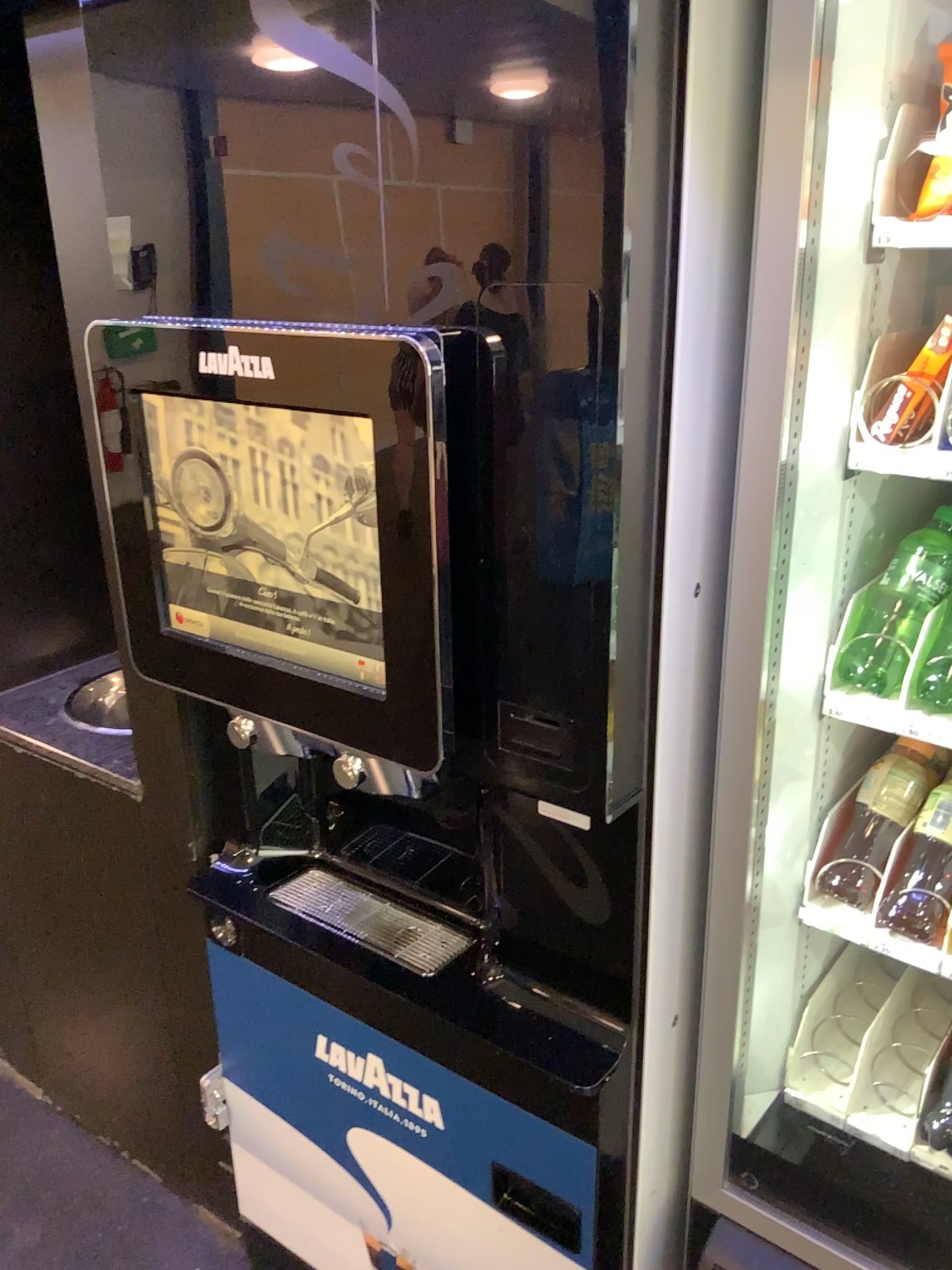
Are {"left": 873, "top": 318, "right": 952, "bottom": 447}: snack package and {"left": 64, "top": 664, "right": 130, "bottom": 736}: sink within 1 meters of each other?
no

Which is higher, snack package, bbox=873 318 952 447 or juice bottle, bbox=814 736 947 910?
snack package, bbox=873 318 952 447

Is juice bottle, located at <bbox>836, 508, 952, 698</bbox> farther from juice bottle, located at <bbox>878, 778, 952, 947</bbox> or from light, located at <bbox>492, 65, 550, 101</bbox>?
light, located at <bbox>492, 65, 550, 101</bbox>

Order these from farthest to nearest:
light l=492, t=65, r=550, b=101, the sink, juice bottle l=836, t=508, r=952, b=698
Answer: the sink < juice bottle l=836, t=508, r=952, b=698 < light l=492, t=65, r=550, b=101

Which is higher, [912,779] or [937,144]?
[937,144]

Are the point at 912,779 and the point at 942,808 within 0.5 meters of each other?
yes

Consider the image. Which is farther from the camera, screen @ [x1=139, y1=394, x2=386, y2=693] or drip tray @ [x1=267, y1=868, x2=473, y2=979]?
drip tray @ [x1=267, y1=868, x2=473, y2=979]

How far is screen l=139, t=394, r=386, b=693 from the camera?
1.0 meters

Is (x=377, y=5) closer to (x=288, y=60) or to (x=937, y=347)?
(x=288, y=60)

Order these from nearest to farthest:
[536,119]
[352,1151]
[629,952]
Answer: [536,119]
[629,952]
[352,1151]
